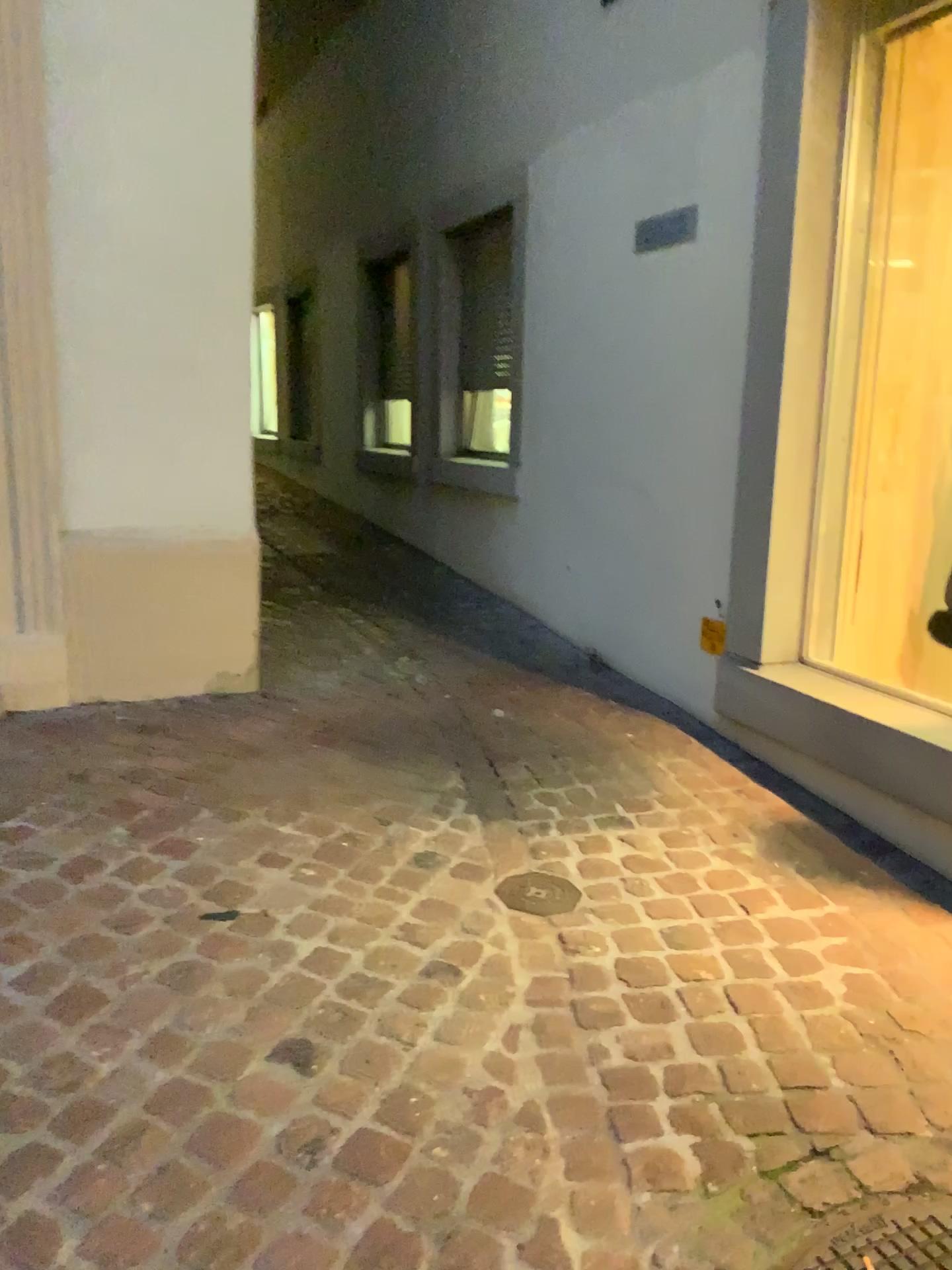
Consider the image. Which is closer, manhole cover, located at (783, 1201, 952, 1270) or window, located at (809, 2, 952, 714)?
manhole cover, located at (783, 1201, 952, 1270)

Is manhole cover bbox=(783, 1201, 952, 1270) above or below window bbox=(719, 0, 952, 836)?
below

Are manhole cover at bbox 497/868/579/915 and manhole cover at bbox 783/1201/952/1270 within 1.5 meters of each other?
yes

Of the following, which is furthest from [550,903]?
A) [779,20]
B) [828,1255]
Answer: [779,20]

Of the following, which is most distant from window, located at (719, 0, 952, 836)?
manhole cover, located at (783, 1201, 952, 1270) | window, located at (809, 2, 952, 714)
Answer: manhole cover, located at (783, 1201, 952, 1270)

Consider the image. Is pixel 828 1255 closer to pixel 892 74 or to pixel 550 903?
pixel 550 903

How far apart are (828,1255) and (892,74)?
3.0 meters

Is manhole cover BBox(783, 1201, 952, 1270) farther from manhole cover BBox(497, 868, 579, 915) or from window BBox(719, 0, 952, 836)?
window BBox(719, 0, 952, 836)

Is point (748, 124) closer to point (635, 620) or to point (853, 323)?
point (853, 323)

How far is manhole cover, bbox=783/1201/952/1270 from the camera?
1.5m
